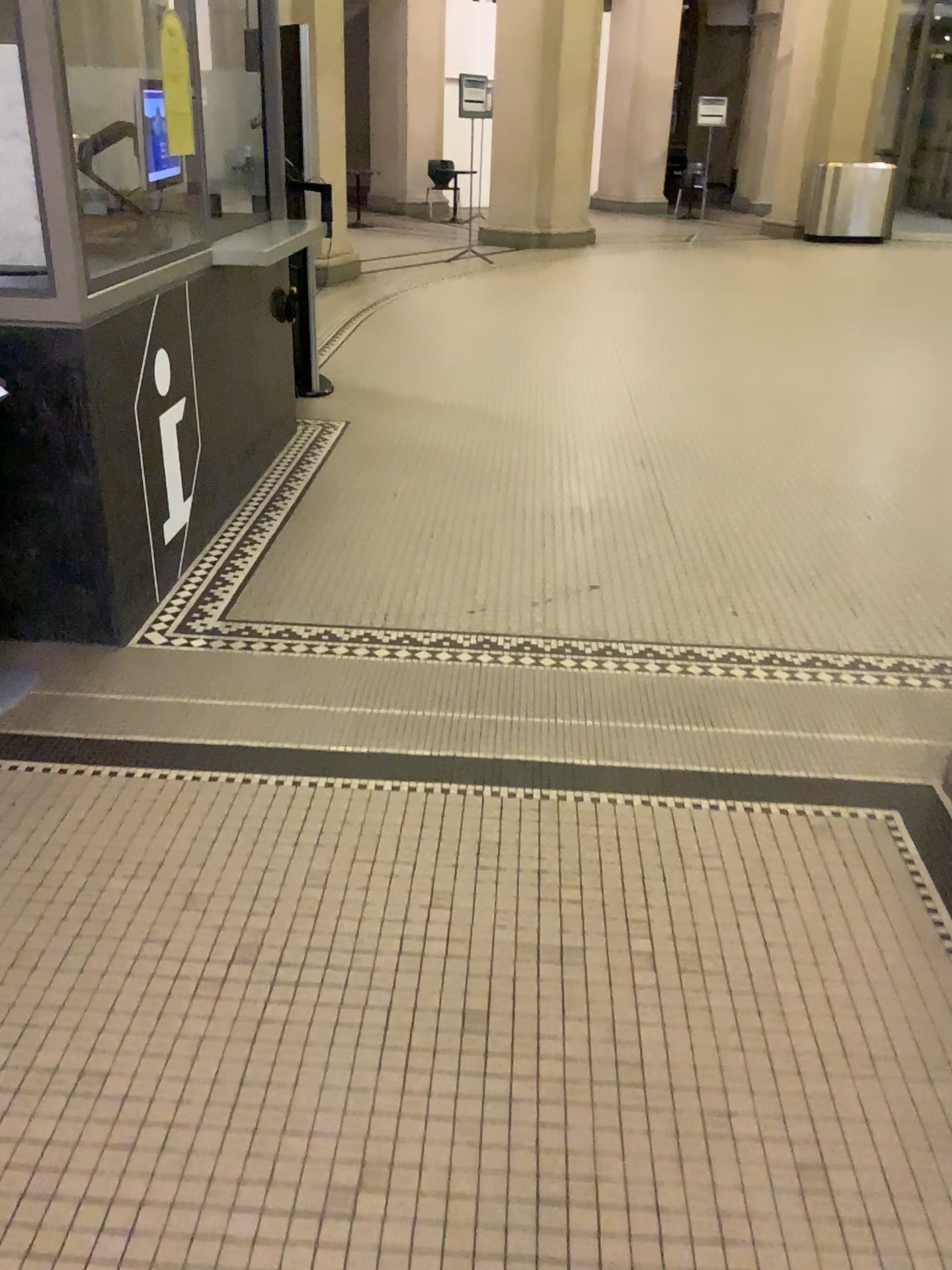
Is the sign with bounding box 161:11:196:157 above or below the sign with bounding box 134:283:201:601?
above

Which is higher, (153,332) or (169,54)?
(169,54)

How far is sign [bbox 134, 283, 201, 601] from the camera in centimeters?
320cm

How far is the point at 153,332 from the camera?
3.20m

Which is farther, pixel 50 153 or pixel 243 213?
pixel 243 213
